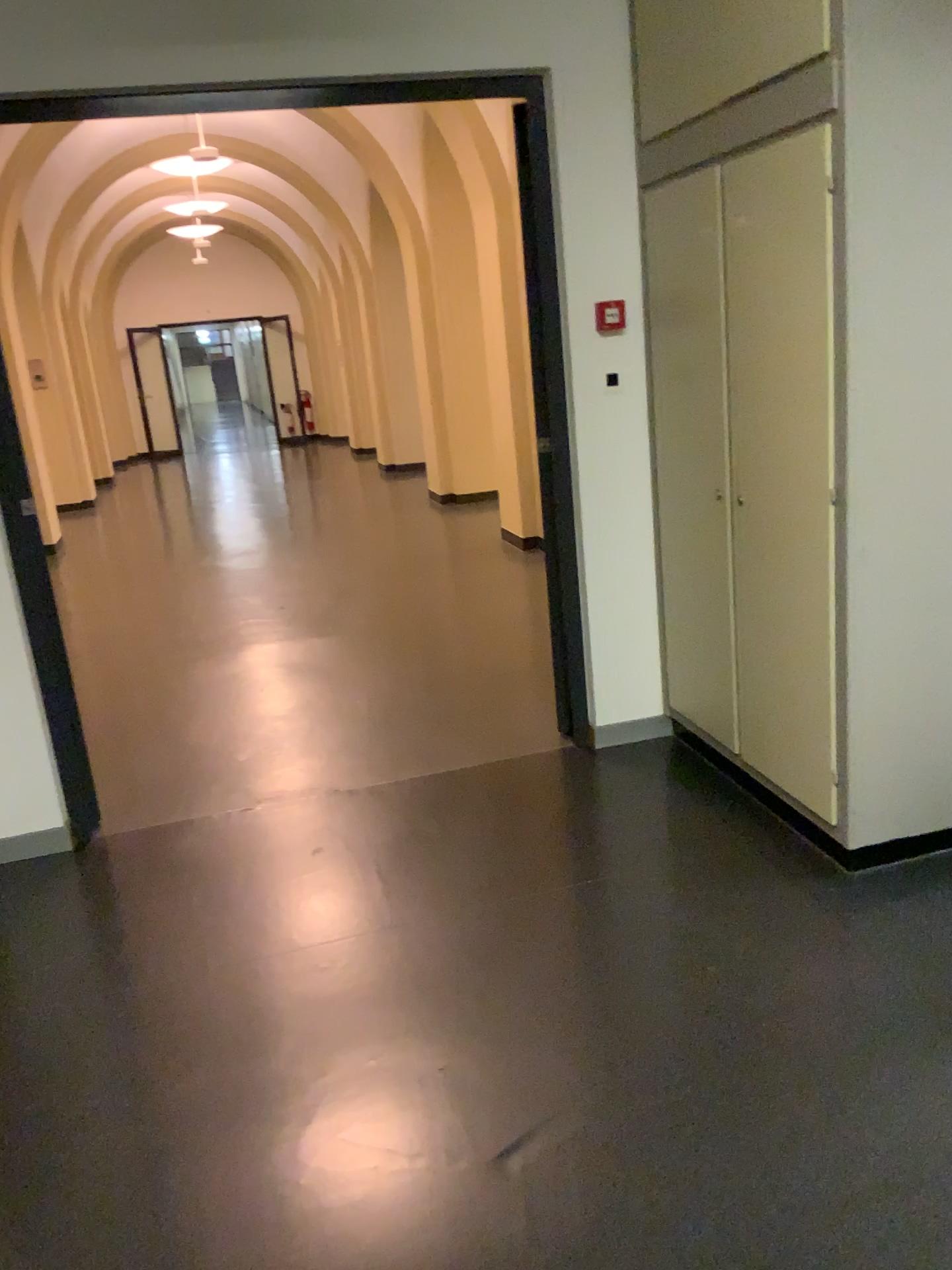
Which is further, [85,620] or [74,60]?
[85,620]

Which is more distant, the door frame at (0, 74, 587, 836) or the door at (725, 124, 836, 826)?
the door frame at (0, 74, 587, 836)

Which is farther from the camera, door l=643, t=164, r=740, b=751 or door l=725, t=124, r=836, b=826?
door l=643, t=164, r=740, b=751

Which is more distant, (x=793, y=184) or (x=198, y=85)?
(x=198, y=85)

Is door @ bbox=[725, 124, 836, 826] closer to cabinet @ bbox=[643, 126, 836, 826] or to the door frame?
cabinet @ bbox=[643, 126, 836, 826]

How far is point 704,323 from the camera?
3.0m

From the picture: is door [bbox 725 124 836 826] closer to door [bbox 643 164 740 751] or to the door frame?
door [bbox 643 164 740 751]

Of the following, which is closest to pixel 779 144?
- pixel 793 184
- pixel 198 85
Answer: pixel 793 184

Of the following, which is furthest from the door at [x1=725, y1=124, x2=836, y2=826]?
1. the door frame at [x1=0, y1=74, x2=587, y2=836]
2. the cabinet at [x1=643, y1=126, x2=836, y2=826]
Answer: the door frame at [x1=0, y1=74, x2=587, y2=836]

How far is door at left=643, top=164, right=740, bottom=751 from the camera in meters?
3.0
